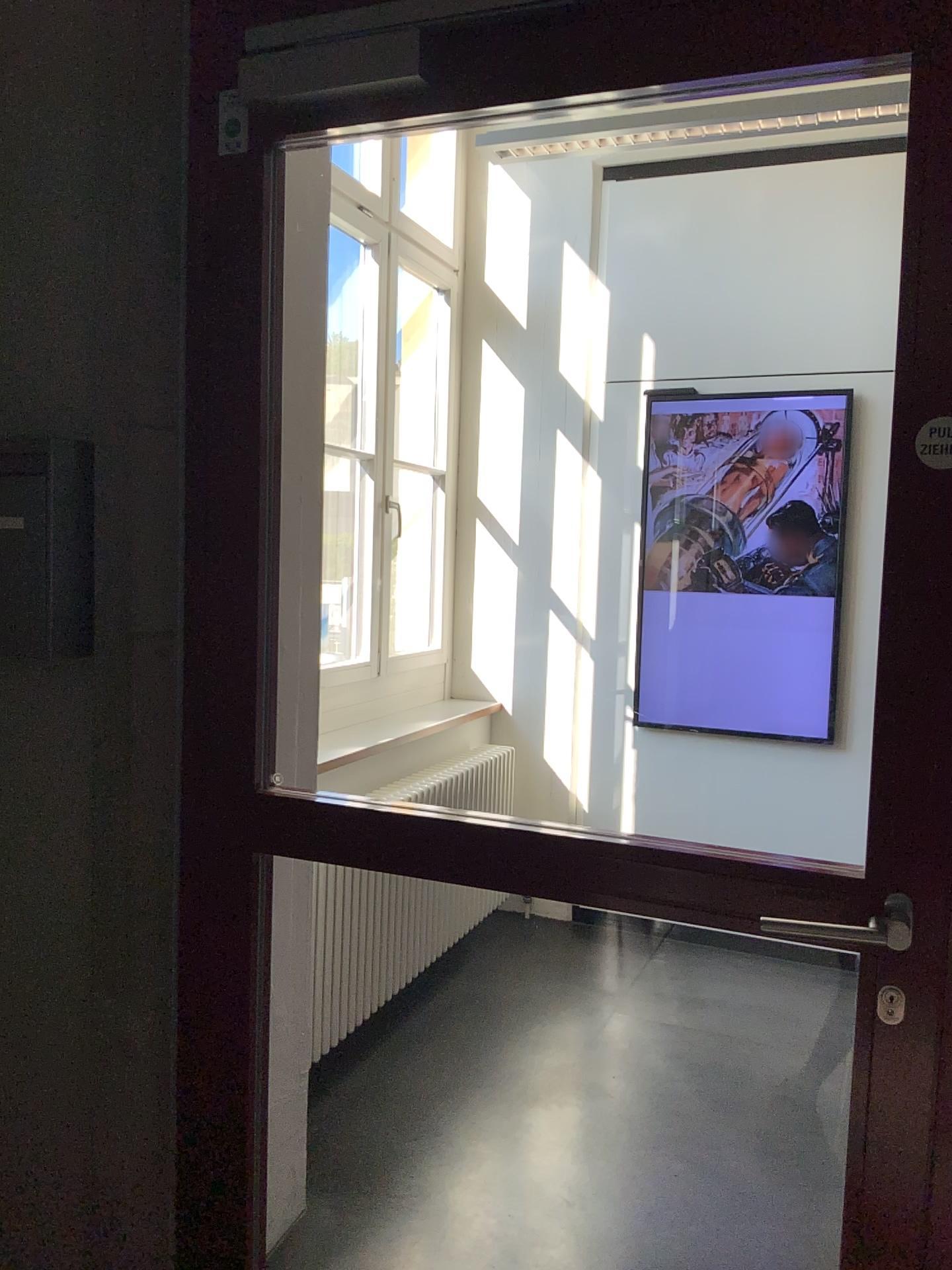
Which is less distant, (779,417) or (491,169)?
(779,417)

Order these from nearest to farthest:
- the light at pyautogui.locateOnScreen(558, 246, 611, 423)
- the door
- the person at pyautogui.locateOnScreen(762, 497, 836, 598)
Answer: the door
the person at pyautogui.locateOnScreen(762, 497, 836, 598)
the light at pyautogui.locateOnScreen(558, 246, 611, 423)

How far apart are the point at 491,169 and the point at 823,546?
1.9 meters

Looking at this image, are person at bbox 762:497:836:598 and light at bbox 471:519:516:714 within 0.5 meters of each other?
no

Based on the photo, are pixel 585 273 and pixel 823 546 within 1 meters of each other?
no

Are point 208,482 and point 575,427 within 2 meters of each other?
no

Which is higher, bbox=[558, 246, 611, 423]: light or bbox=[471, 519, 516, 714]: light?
bbox=[558, 246, 611, 423]: light

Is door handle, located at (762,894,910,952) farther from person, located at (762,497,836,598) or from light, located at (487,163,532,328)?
light, located at (487,163,532,328)

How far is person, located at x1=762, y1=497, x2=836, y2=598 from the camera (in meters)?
3.76

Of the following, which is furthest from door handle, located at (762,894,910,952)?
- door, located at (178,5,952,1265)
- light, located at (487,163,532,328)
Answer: light, located at (487,163,532,328)
